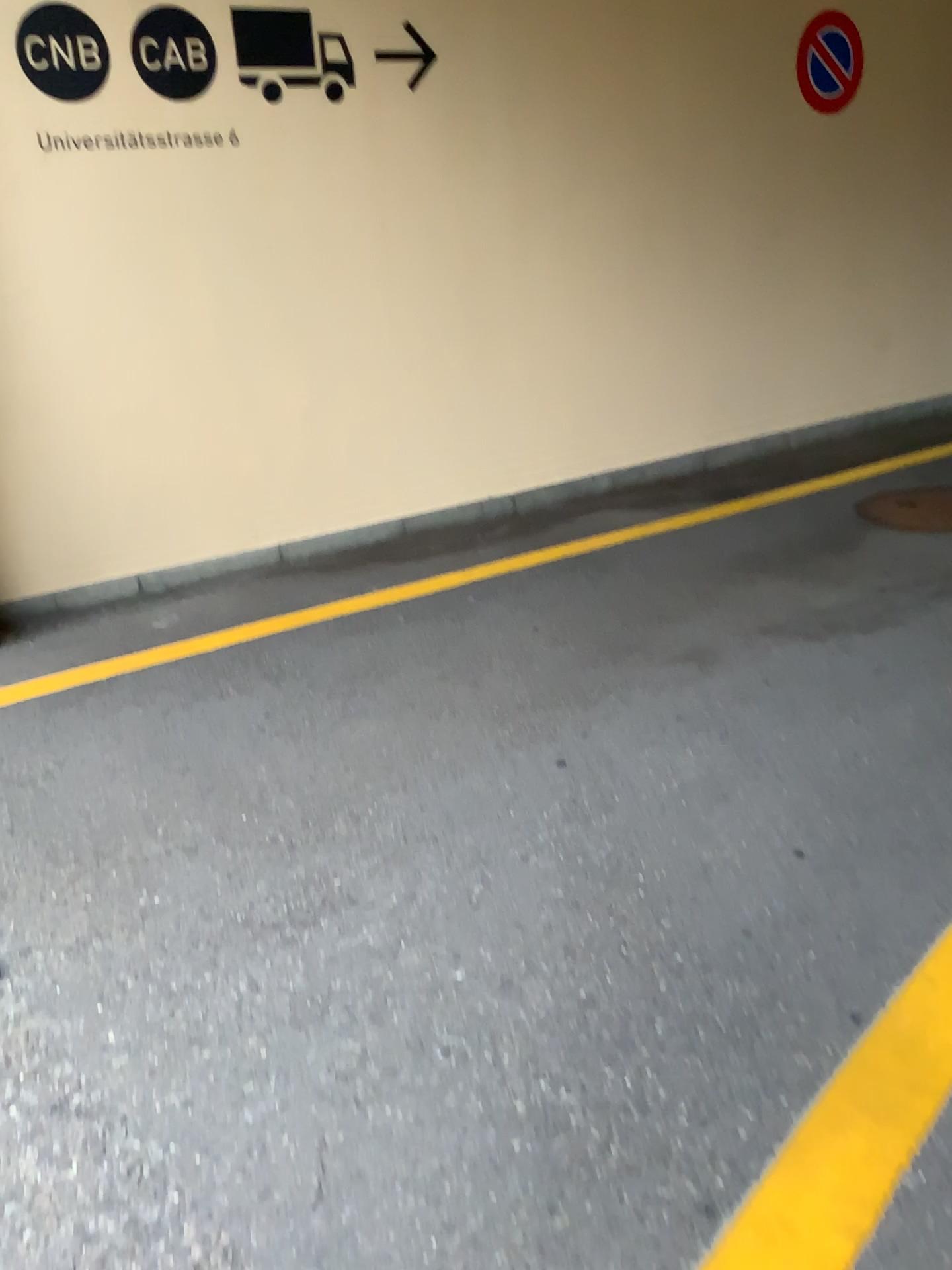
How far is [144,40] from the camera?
4.0 meters

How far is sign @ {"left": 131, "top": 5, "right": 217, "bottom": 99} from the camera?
4.0 meters

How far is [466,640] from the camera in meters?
3.7 m

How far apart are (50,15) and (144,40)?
0.3 meters

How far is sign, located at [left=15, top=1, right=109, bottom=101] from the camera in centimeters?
381cm

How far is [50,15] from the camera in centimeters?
381cm
